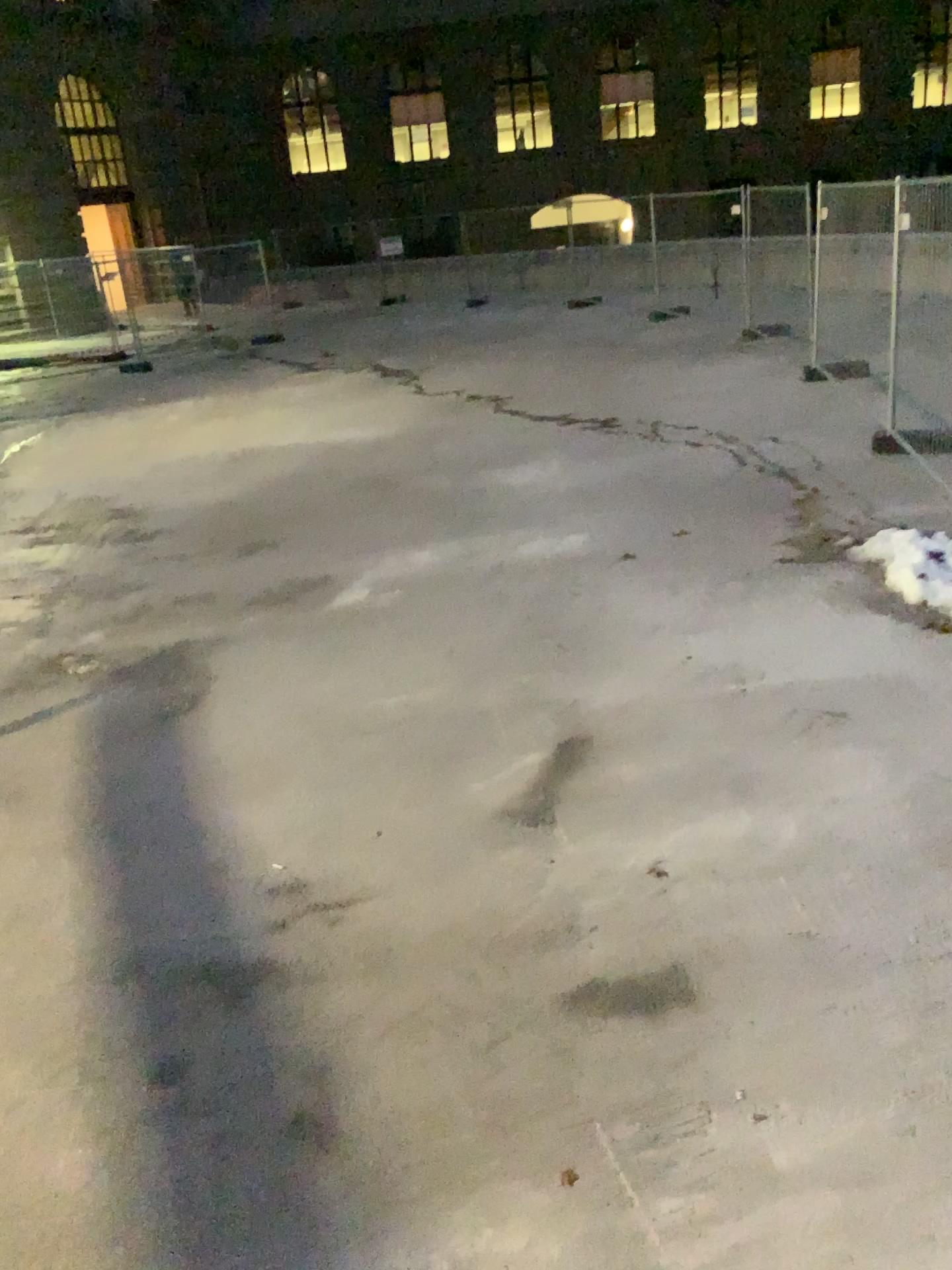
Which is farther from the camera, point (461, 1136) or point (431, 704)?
point (431, 704)
